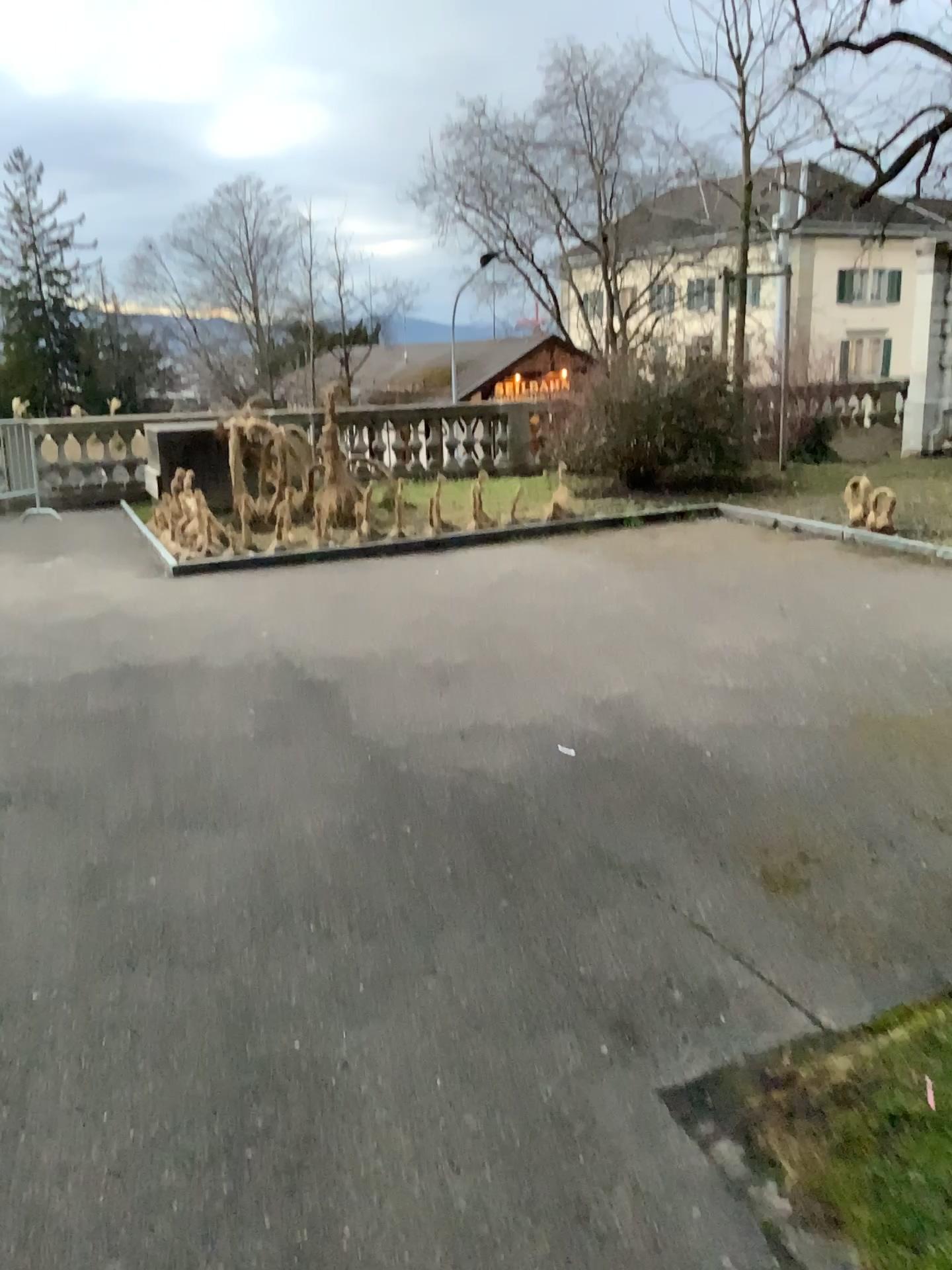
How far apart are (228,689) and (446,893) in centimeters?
233cm
